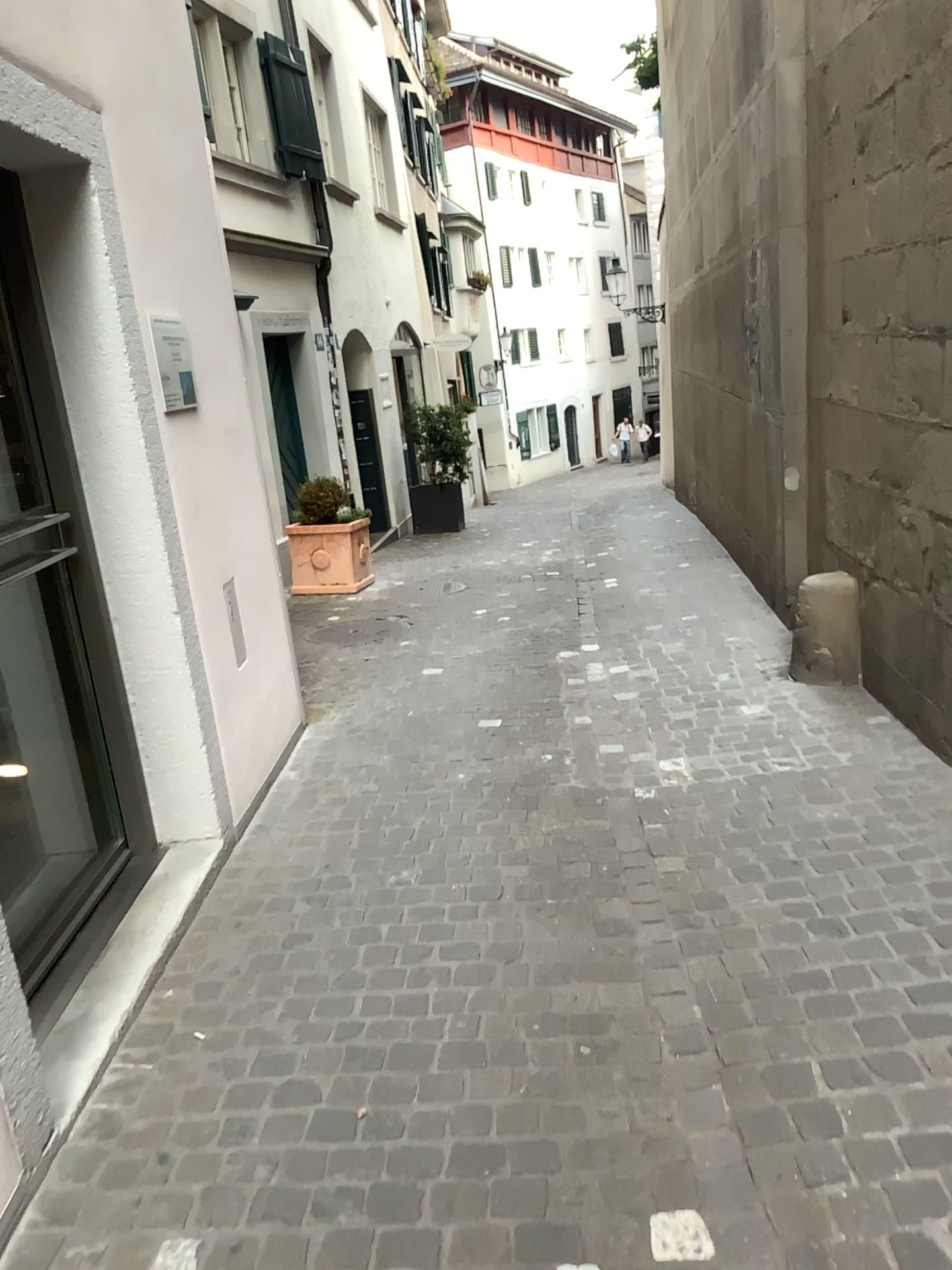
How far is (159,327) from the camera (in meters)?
3.42

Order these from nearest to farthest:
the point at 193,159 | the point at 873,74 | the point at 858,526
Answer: the point at 193,159 < the point at 873,74 < the point at 858,526

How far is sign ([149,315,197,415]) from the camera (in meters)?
3.42
